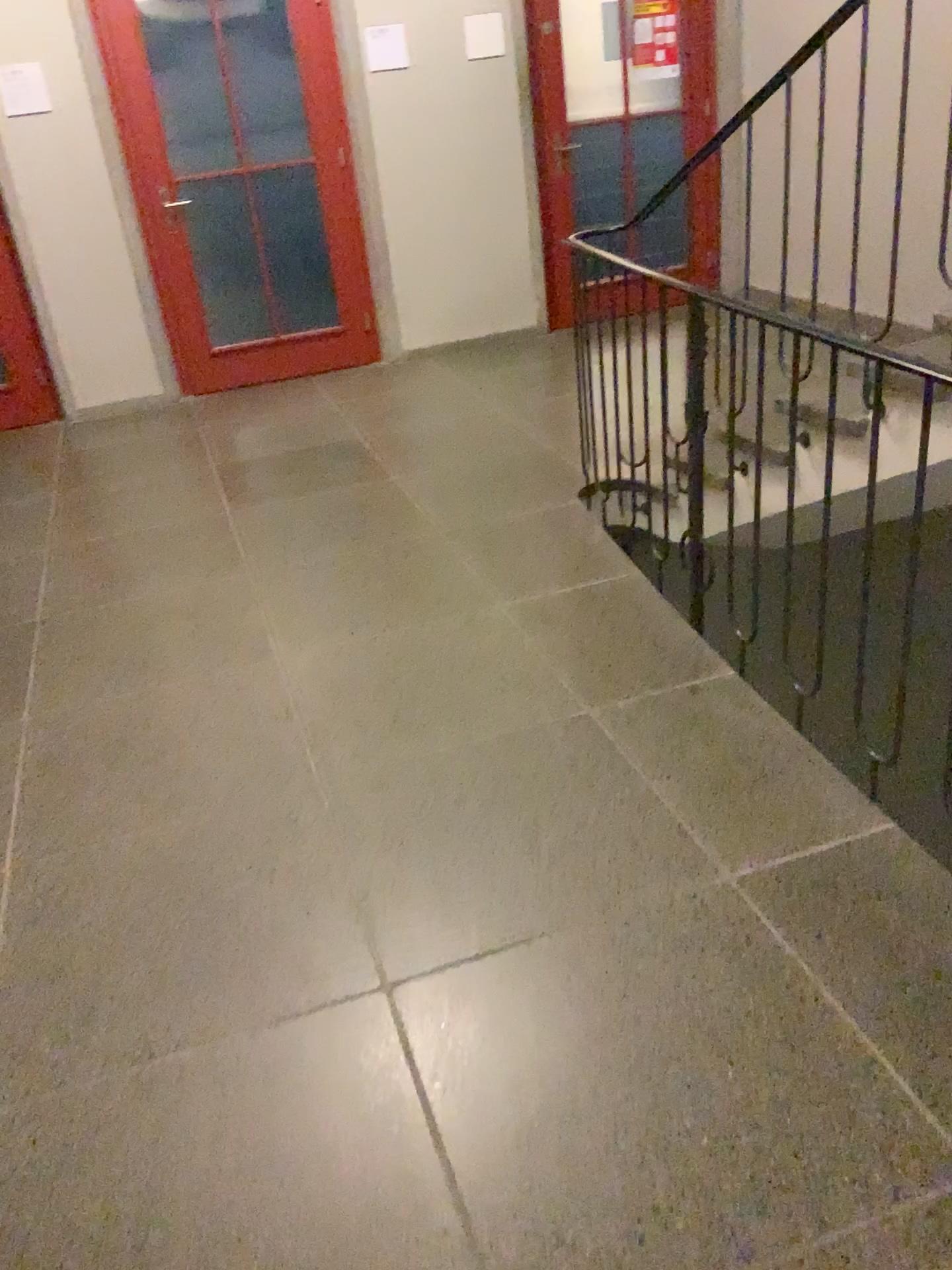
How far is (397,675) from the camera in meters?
2.9 m
